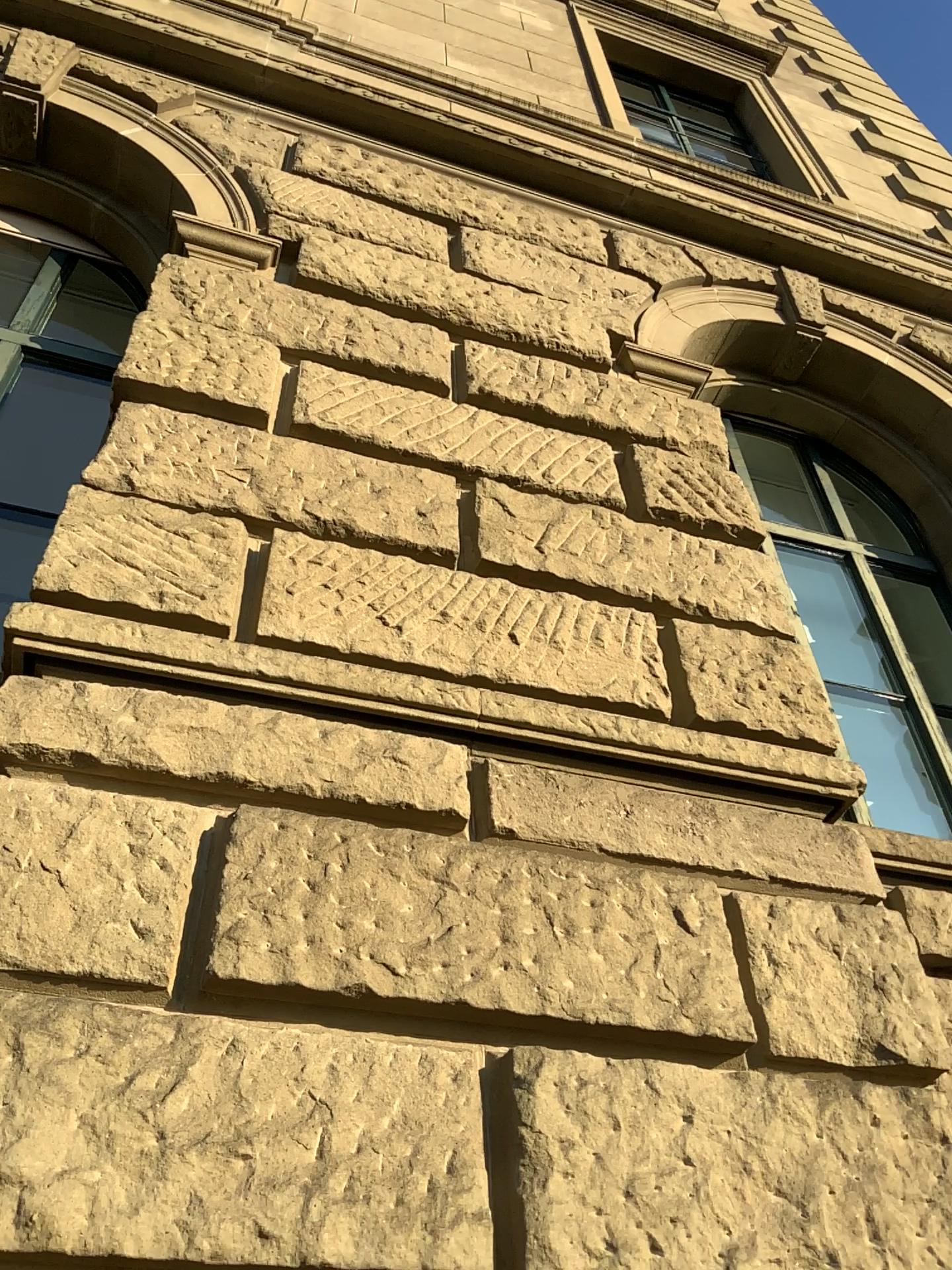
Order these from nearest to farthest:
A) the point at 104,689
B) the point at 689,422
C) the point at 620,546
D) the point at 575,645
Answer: the point at 104,689, the point at 575,645, the point at 620,546, the point at 689,422
